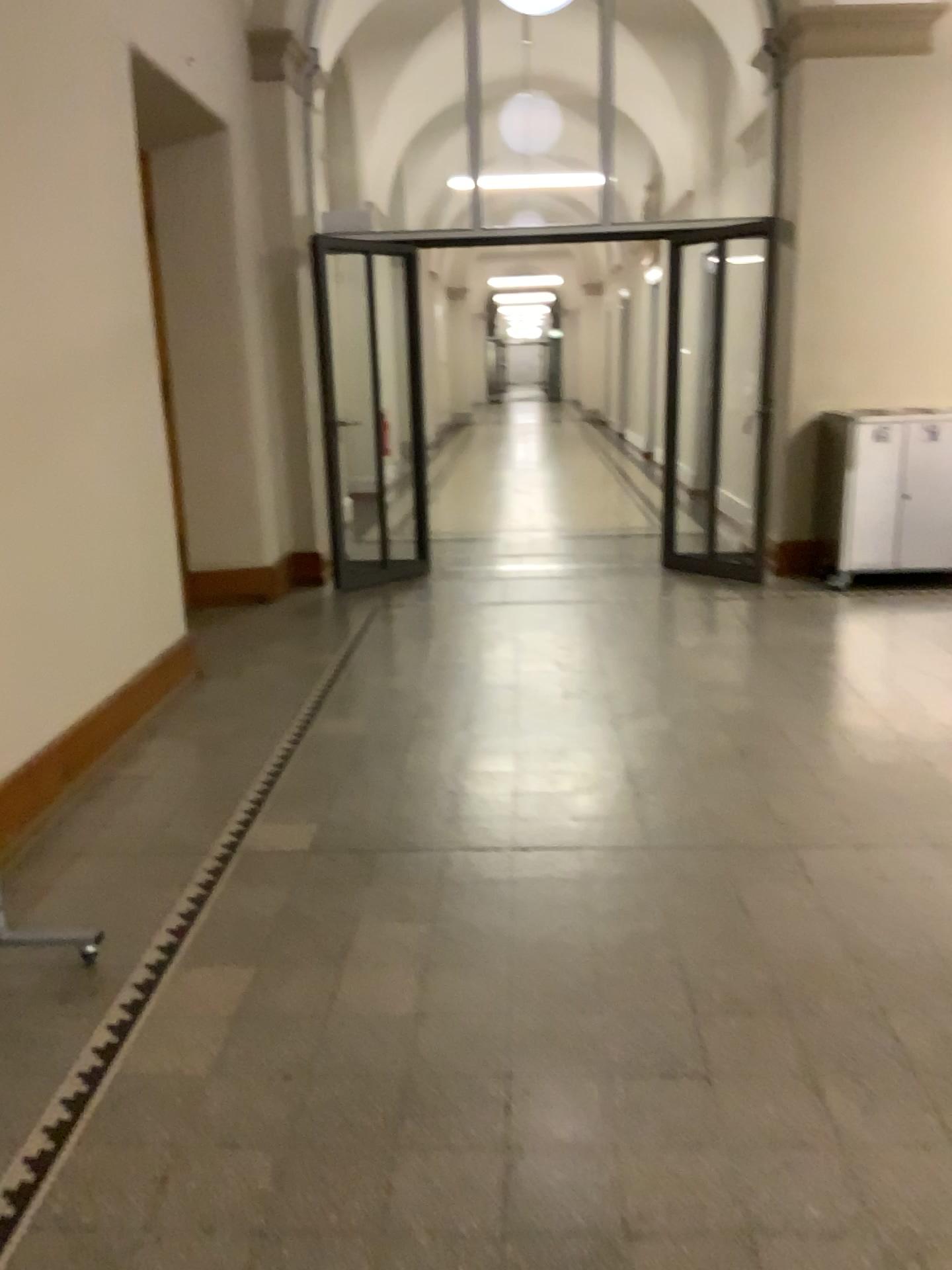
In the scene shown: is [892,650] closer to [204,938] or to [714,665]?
[714,665]
